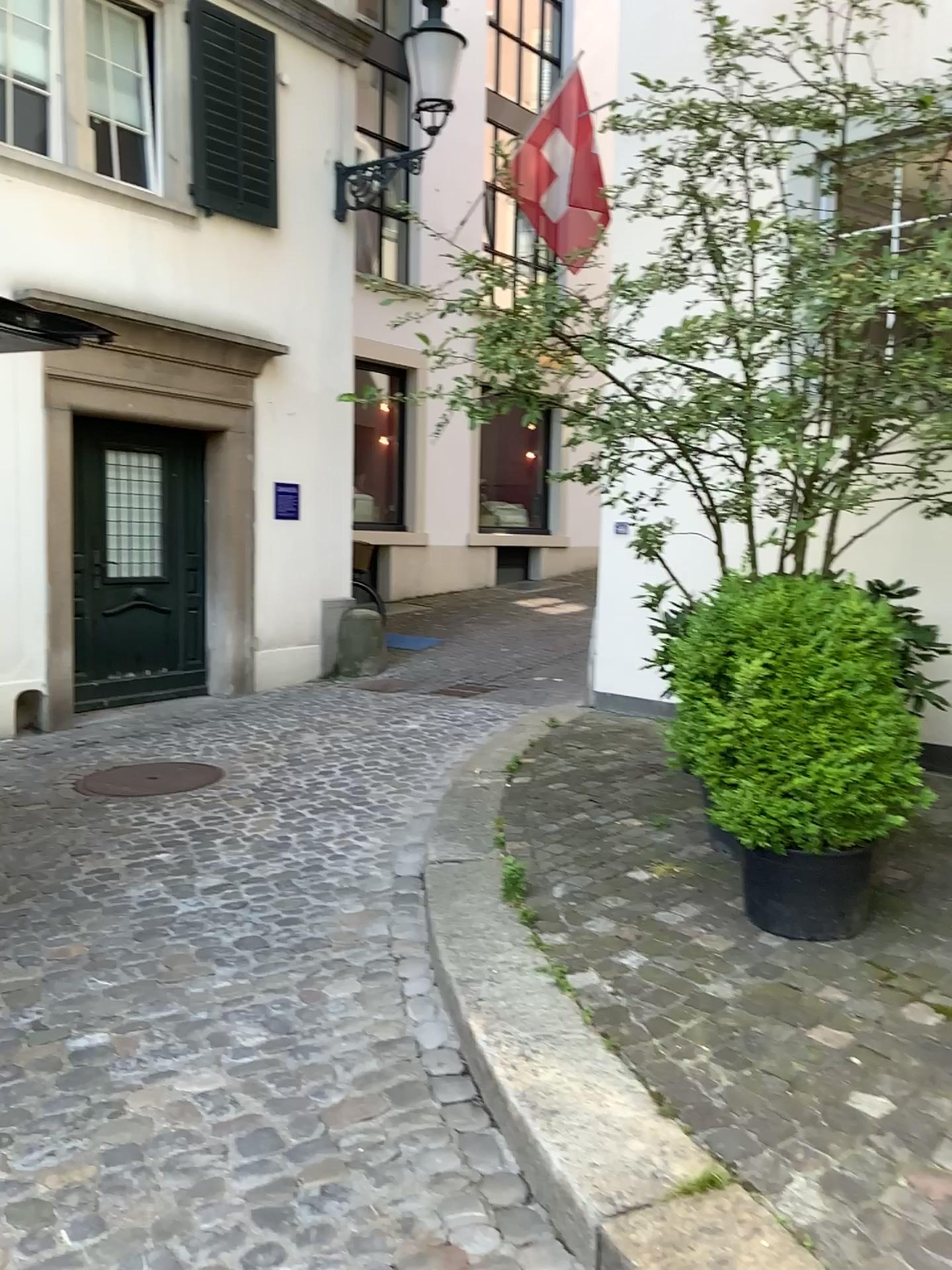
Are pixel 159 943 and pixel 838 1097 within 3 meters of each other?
yes

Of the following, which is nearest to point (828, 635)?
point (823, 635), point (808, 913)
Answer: point (823, 635)

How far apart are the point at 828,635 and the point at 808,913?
0.8m

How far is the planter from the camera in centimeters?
310cm

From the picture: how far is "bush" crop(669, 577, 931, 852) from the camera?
3.0 meters

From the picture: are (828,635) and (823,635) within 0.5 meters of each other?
yes

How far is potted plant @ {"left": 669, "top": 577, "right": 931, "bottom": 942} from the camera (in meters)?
3.00
